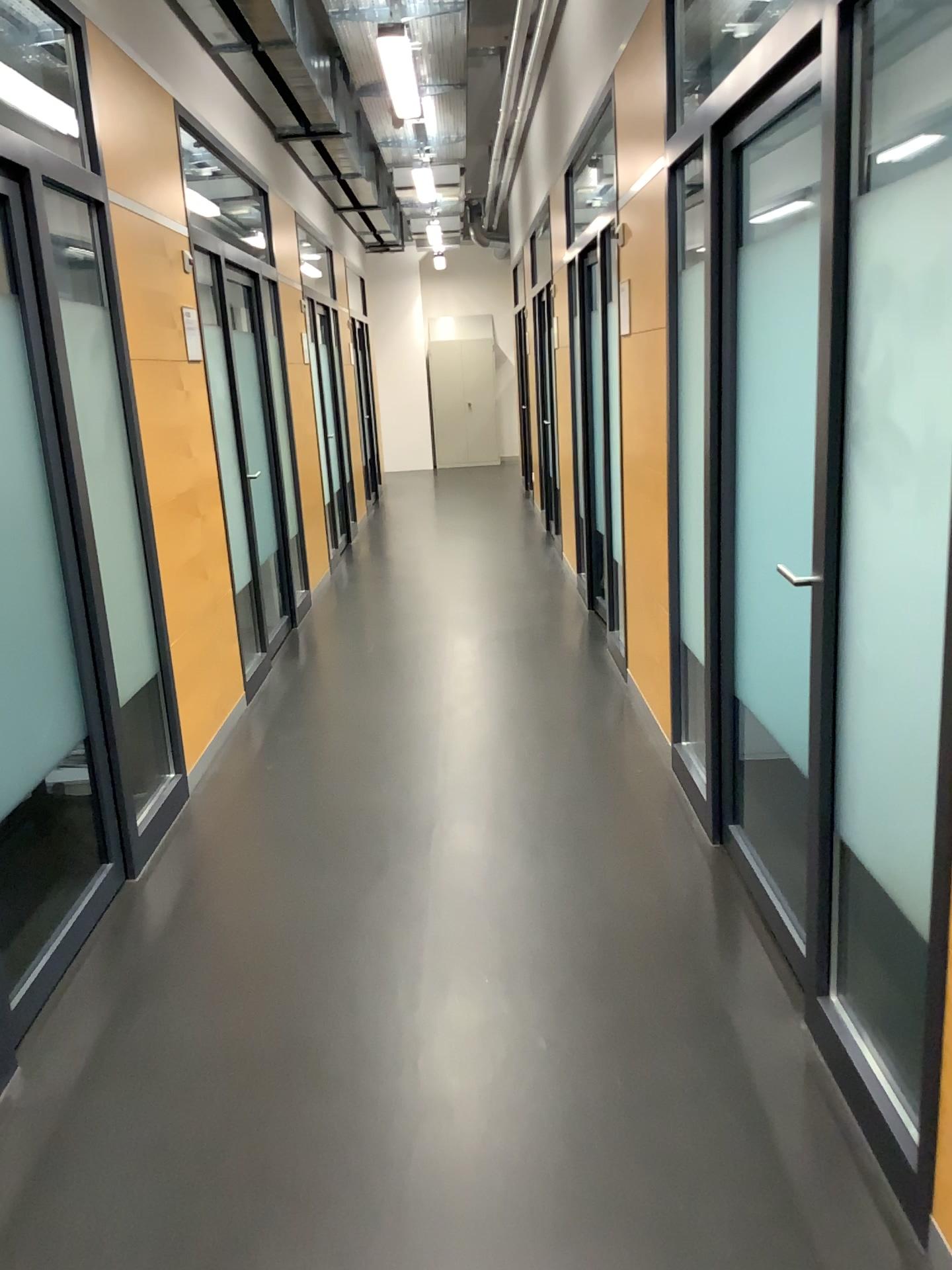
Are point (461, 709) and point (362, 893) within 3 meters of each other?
yes

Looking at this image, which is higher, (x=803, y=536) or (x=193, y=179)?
(x=193, y=179)

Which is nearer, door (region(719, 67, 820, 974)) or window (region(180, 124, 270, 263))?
door (region(719, 67, 820, 974))

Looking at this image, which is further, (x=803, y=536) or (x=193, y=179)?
(x=193, y=179)
